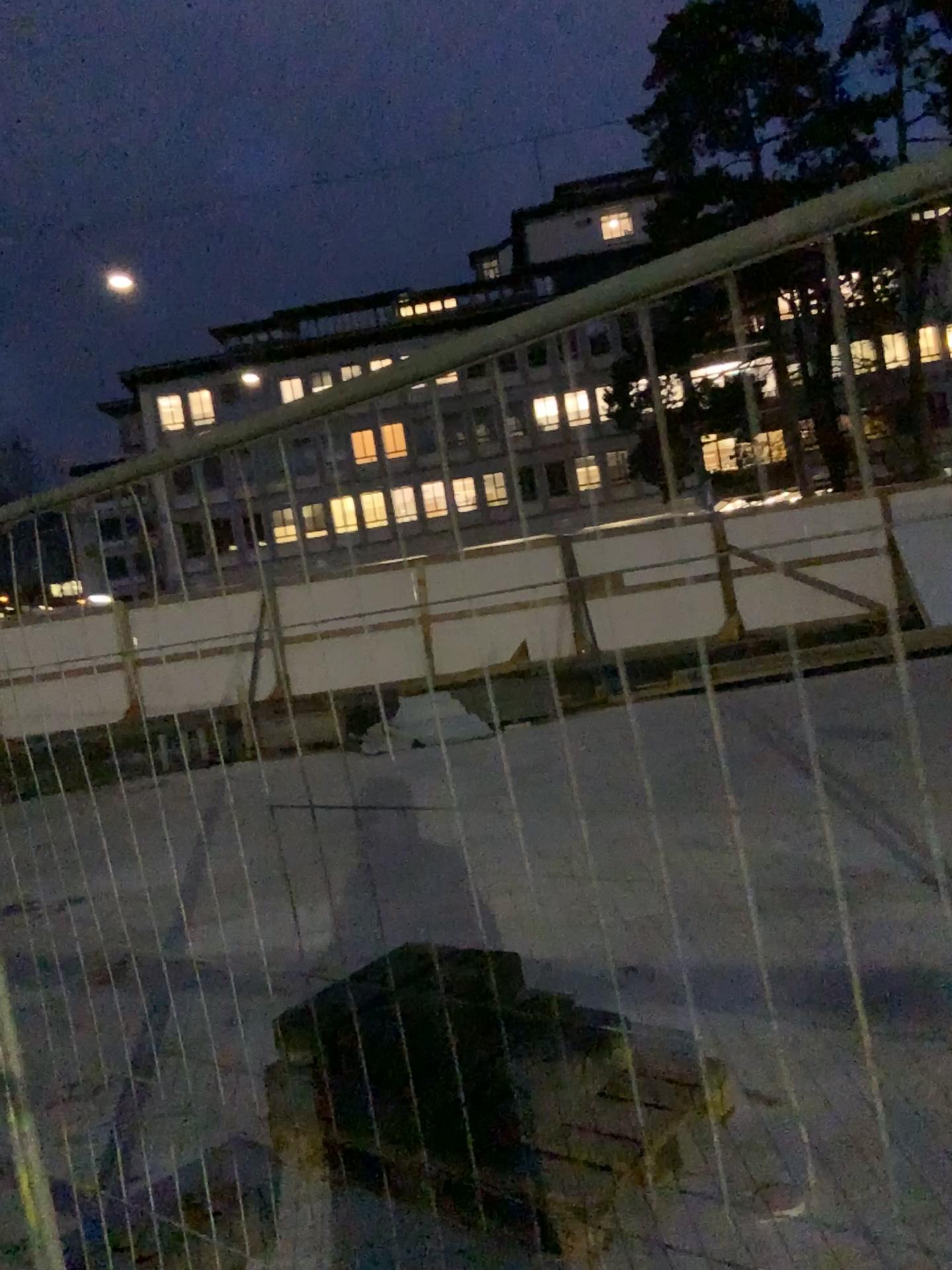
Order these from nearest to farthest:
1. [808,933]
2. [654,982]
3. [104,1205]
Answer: [104,1205]
[654,982]
[808,933]
